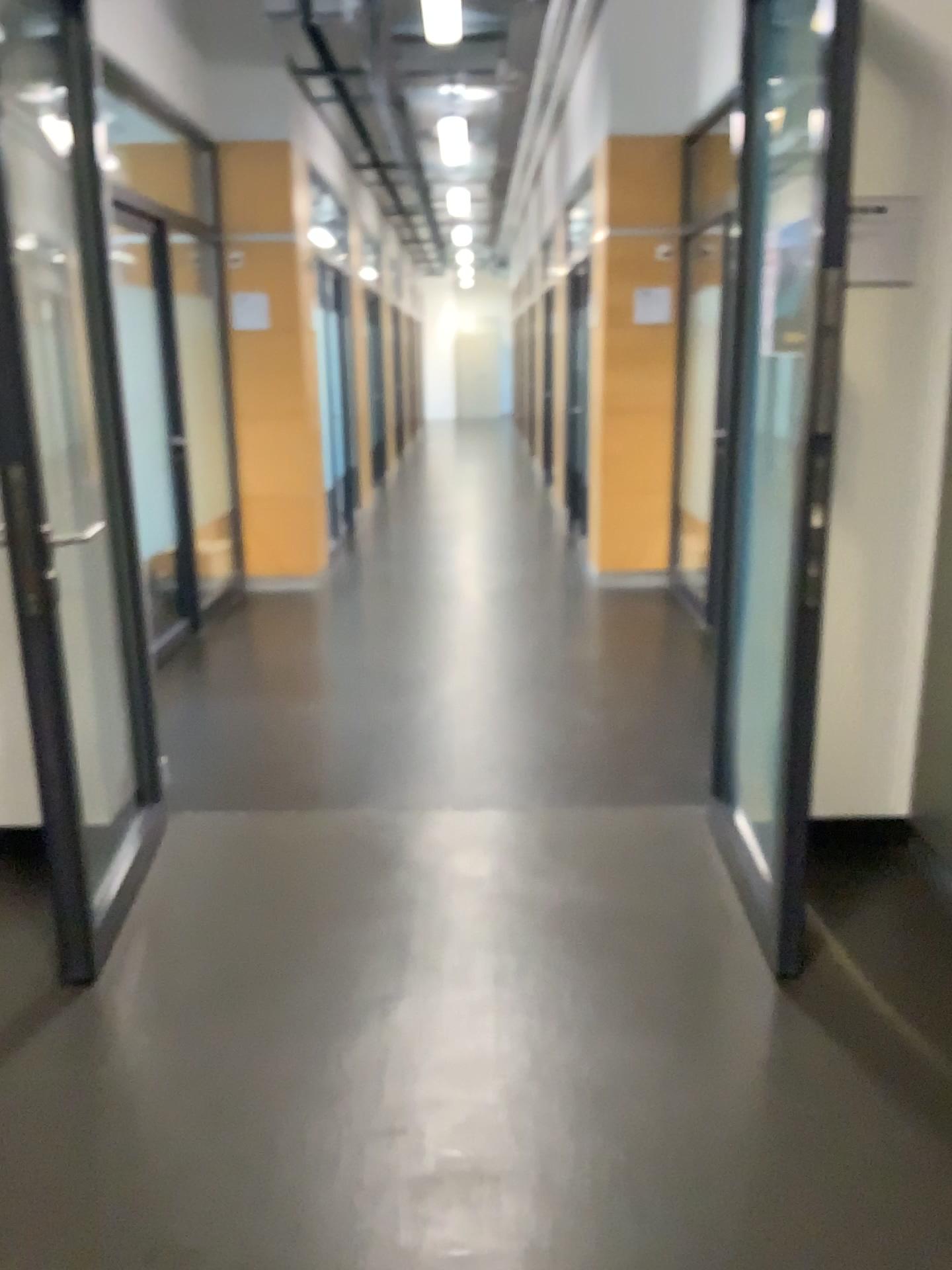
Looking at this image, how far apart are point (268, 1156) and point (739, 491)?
2.0 meters

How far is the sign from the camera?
2.76m

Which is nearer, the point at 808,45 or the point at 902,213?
the point at 808,45

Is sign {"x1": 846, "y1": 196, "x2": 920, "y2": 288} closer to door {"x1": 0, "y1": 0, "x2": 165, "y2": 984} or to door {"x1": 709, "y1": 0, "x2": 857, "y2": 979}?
door {"x1": 709, "y1": 0, "x2": 857, "y2": 979}

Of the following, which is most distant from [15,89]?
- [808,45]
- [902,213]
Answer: [902,213]

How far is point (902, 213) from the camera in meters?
2.8 m

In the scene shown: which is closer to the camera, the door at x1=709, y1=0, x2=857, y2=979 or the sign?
the door at x1=709, y1=0, x2=857, y2=979

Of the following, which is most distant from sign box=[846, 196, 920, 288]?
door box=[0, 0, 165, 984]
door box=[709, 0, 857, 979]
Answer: door box=[0, 0, 165, 984]

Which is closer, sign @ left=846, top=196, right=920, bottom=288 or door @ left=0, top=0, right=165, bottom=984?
door @ left=0, top=0, right=165, bottom=984
